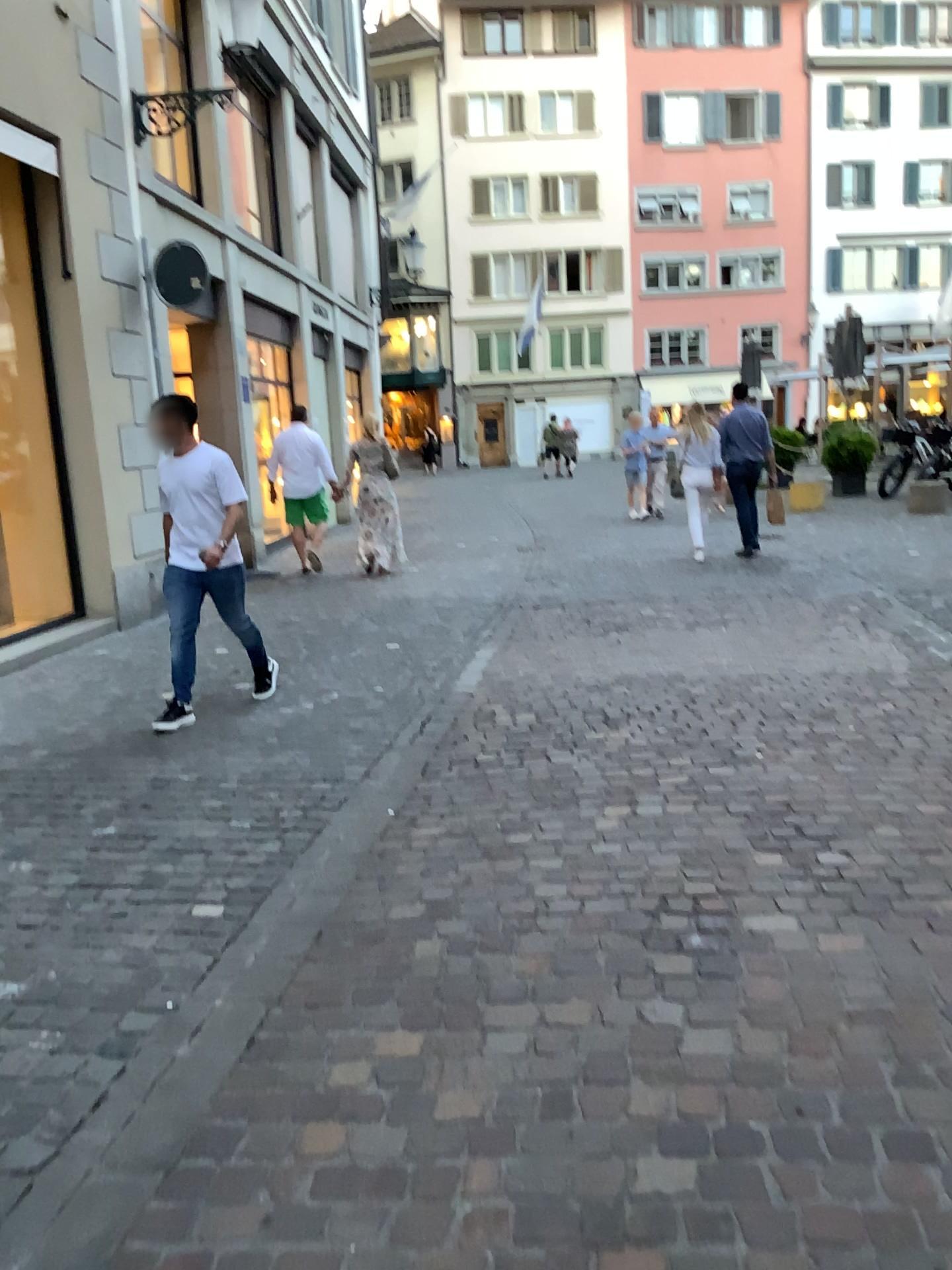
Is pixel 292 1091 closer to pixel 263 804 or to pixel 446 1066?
pixel 446 1066
